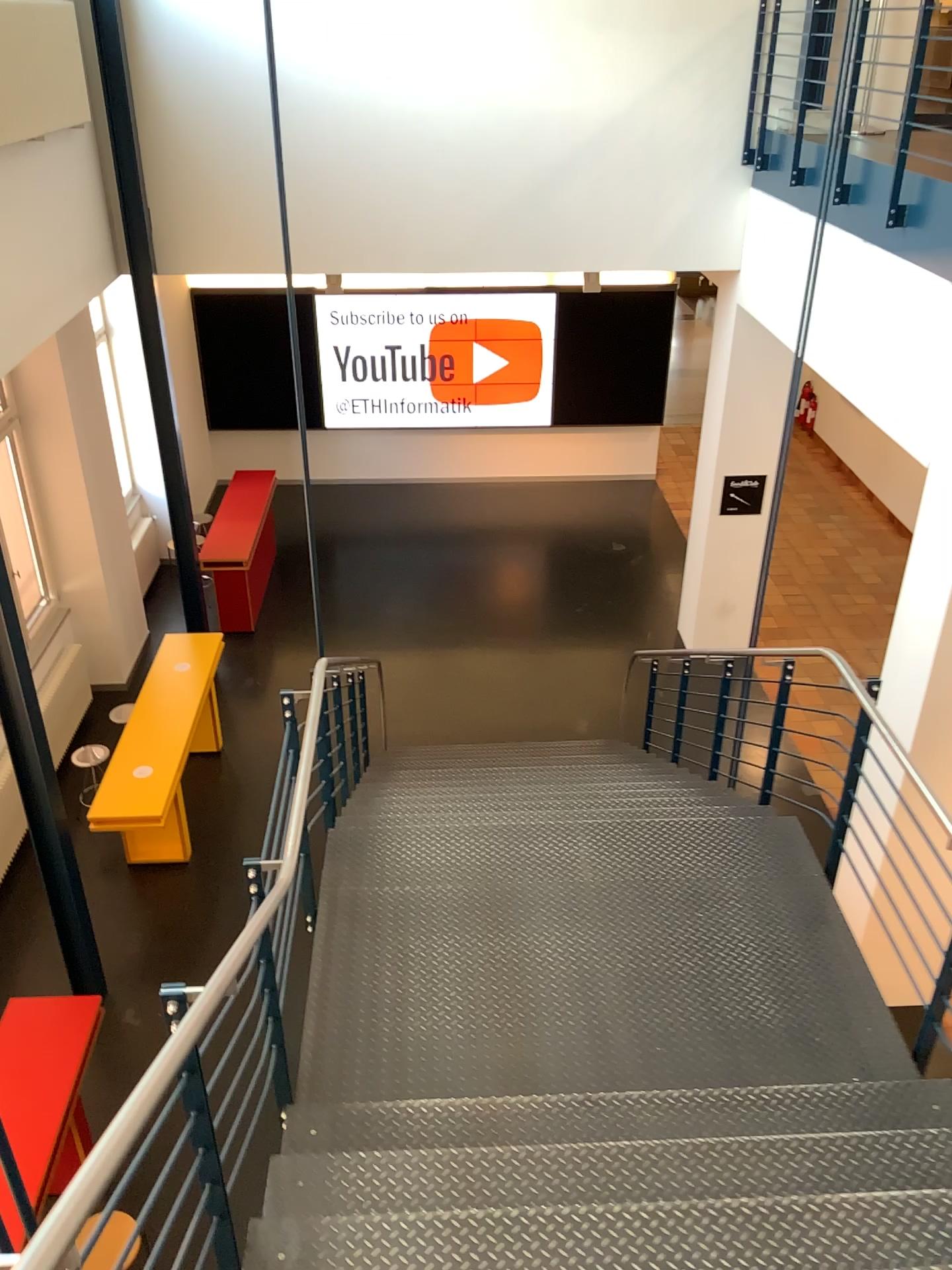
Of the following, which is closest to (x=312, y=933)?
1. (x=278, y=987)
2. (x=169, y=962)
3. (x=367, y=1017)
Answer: (x=367, y=1017)
